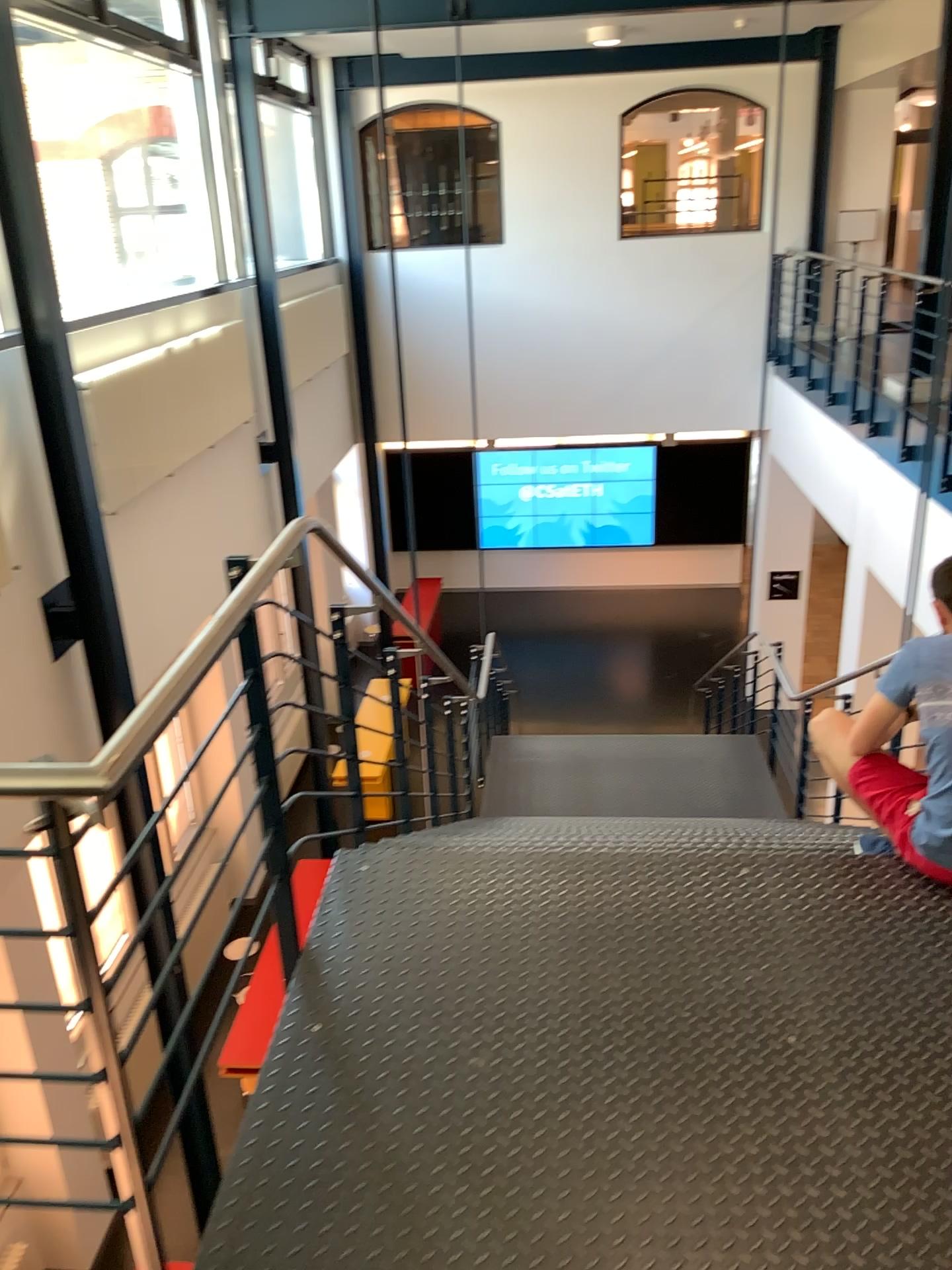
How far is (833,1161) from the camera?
1.9 meters
